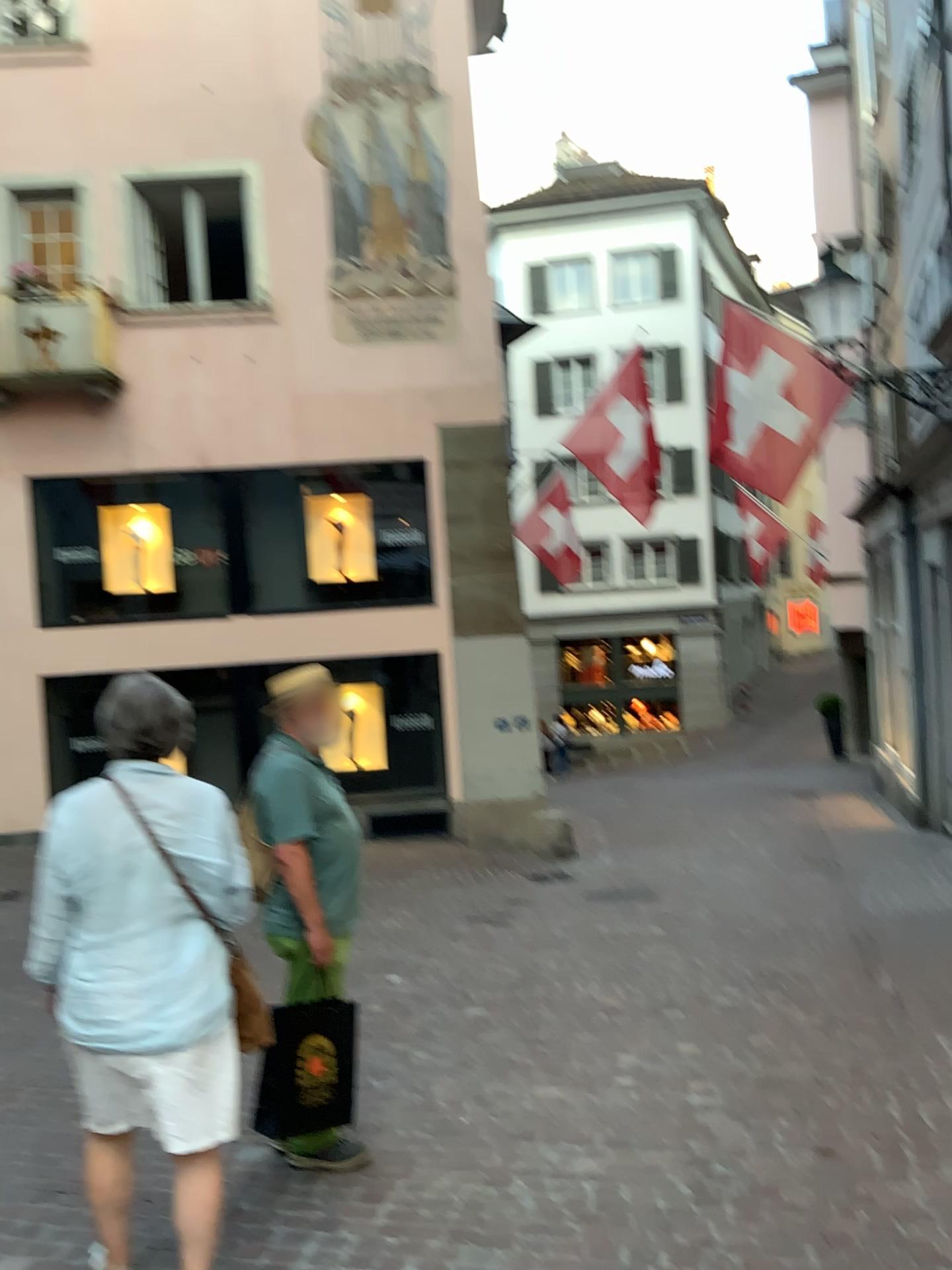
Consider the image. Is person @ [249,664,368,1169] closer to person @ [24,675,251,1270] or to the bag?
the bag

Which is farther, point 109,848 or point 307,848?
point 307,848

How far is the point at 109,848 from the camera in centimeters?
258cm

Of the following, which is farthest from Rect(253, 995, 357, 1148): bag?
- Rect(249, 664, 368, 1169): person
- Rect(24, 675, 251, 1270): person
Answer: Rect(24, 675, 251, 1270): person

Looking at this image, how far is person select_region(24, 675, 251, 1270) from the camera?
2.58m

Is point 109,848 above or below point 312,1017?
above

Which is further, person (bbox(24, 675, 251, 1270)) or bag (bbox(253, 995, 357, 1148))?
bag (bbox(253, 995, 357, 1148))

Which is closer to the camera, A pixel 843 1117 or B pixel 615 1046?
A pixel 843 1117
